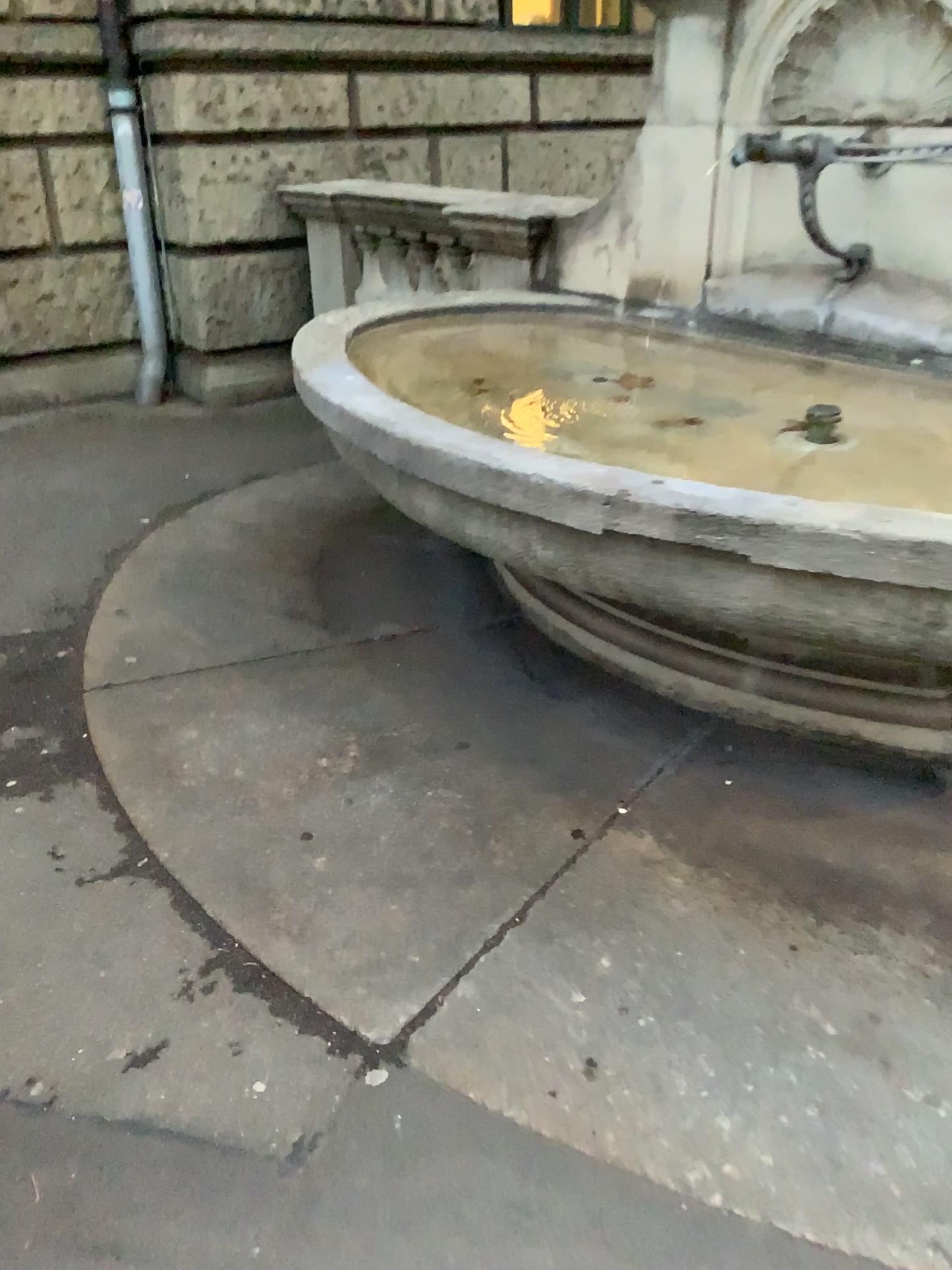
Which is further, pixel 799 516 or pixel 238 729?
pixel 238 729

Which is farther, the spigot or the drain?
the drain

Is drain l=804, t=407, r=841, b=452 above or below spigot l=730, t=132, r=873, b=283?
below

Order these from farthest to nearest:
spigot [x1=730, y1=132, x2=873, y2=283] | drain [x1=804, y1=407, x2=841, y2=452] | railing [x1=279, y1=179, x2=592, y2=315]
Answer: railing [x1=279, y1=179, x2=592, y2=315]
drain [x1=804, y1=407, x2=841, y2=452]
spigot [x1=730, y1=132, x2=873, y2=283]

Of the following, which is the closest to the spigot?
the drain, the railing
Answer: the drain

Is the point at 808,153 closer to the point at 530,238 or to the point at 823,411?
the point at 823,411

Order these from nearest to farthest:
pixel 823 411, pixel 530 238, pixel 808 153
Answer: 1. pixel 808 153
2. pixel 823 411
3. pixel 530 238

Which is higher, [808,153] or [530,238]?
[808,153]

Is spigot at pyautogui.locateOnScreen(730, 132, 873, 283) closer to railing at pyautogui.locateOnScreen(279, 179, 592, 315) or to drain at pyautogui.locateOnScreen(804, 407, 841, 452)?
drain at pyautogui.locateOnScreen(804, 407, 841, 452)
